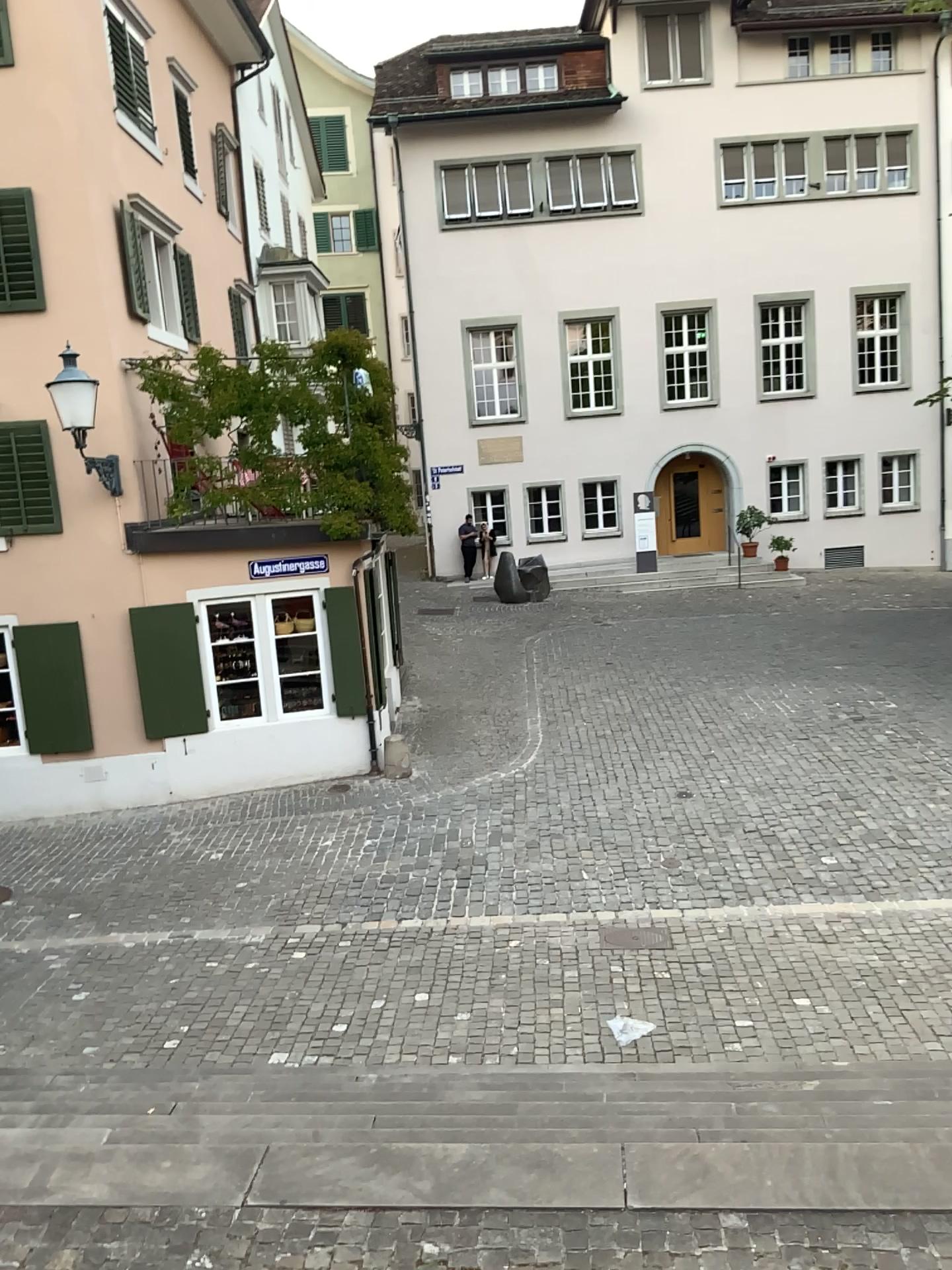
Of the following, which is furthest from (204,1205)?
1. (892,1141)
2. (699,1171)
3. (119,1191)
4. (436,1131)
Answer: (892,1141)
